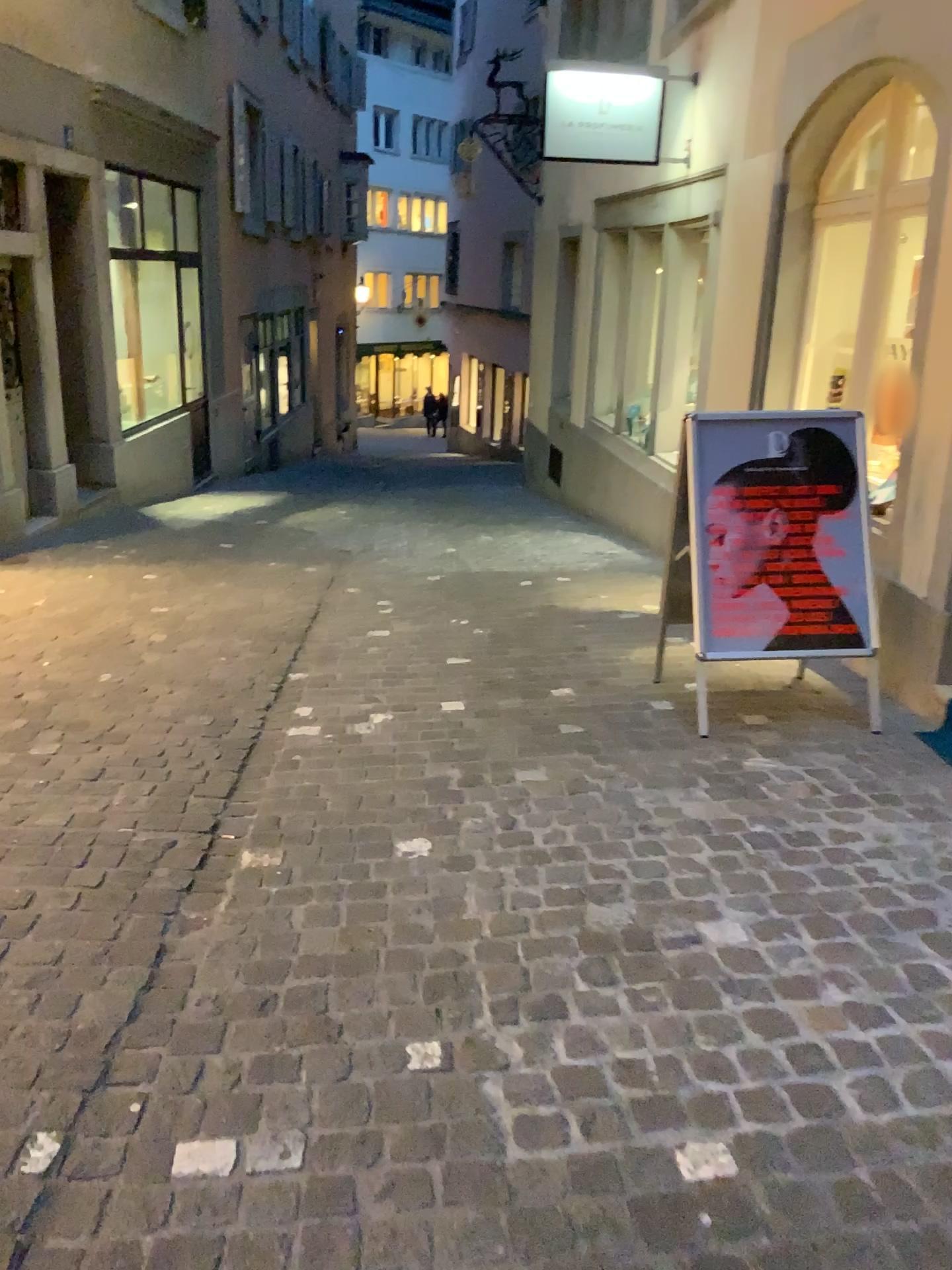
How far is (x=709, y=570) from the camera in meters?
3.7 m

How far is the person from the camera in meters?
3.7 m

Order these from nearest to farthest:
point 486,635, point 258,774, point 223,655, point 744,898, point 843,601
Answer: point 744,898 → point 258,774 → point 843,601 → point 223,655 → point 486,635

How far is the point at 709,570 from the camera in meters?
3.7

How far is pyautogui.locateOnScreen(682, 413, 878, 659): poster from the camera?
3.7m
